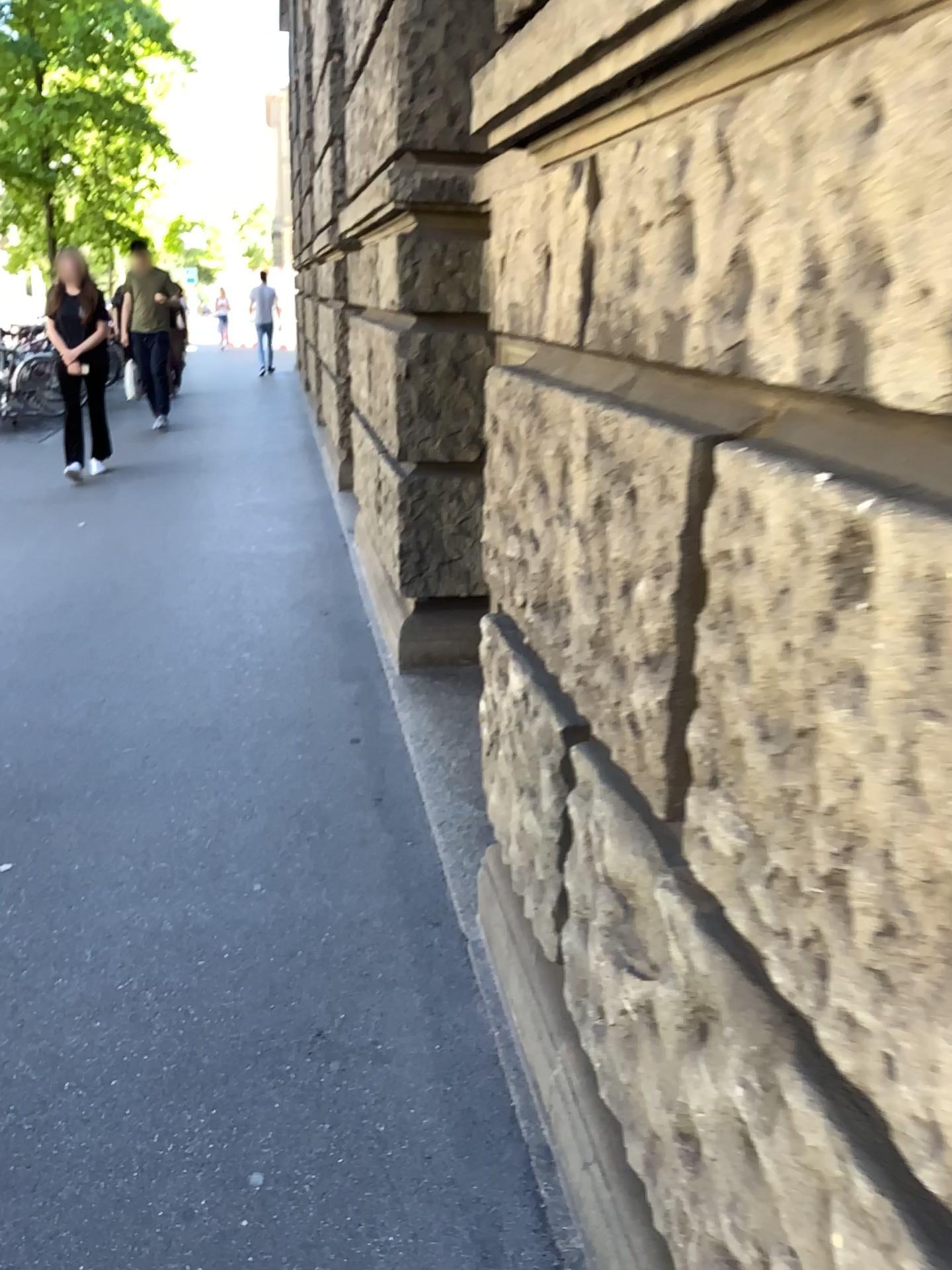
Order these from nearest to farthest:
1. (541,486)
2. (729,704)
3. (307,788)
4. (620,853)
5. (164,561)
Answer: (729,704)
(620,853)
(541,486)
(307,788)
(164,561)
